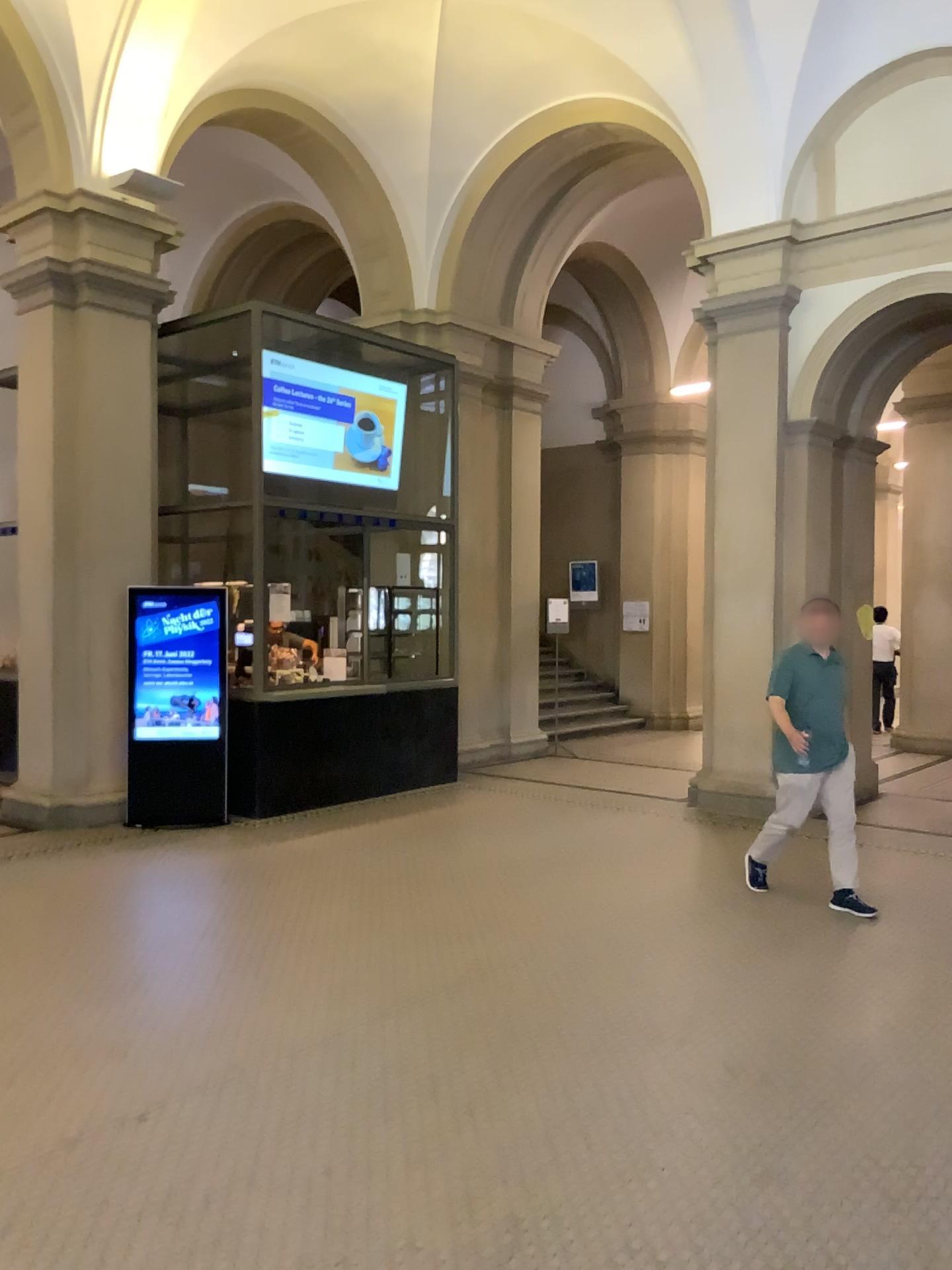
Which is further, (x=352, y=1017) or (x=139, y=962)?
(x=139, y=962)
